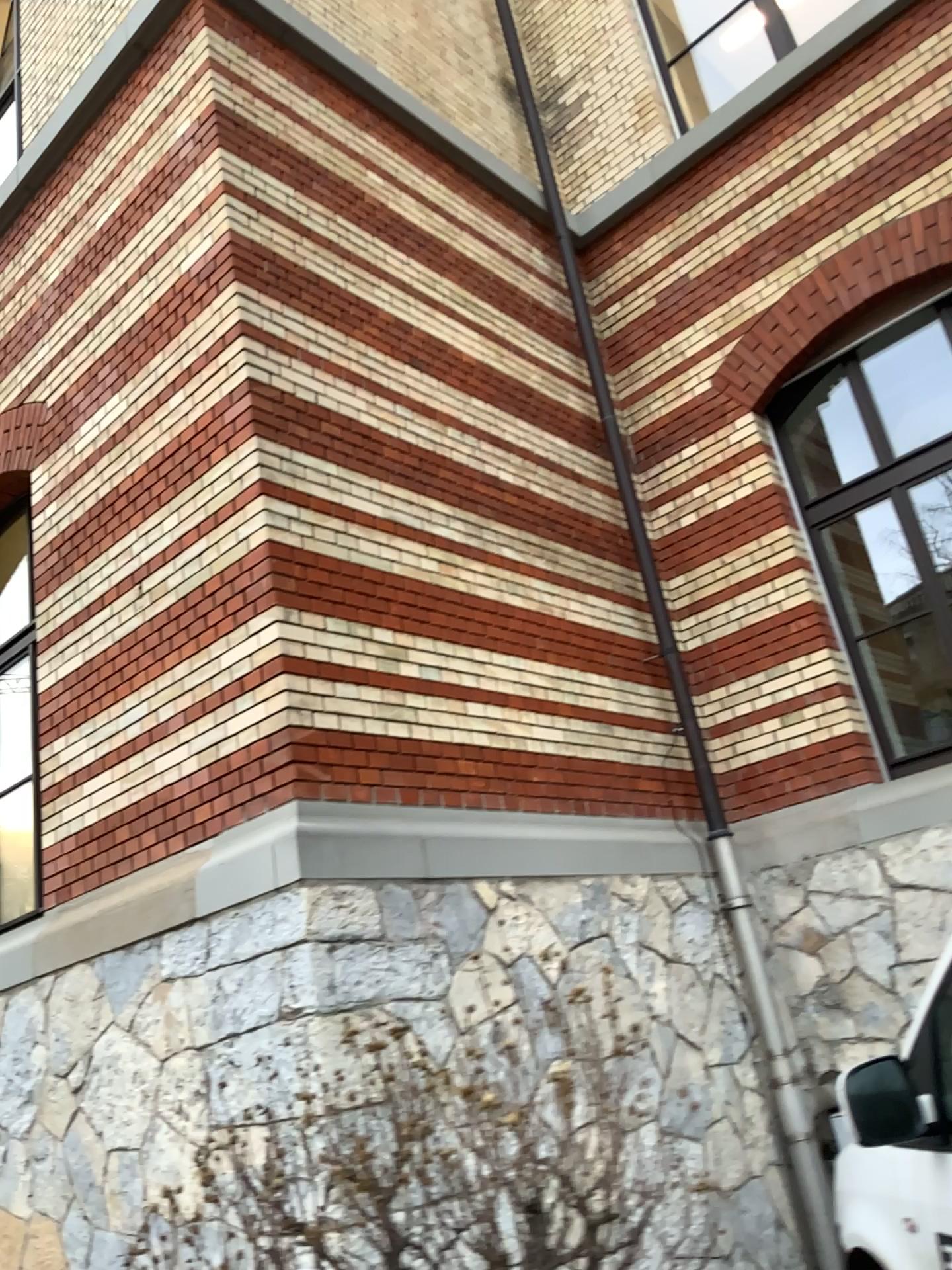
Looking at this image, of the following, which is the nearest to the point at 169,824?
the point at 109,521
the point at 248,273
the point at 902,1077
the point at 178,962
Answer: the point at 178,962

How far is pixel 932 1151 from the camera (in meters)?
2.52

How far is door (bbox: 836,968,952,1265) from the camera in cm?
252
